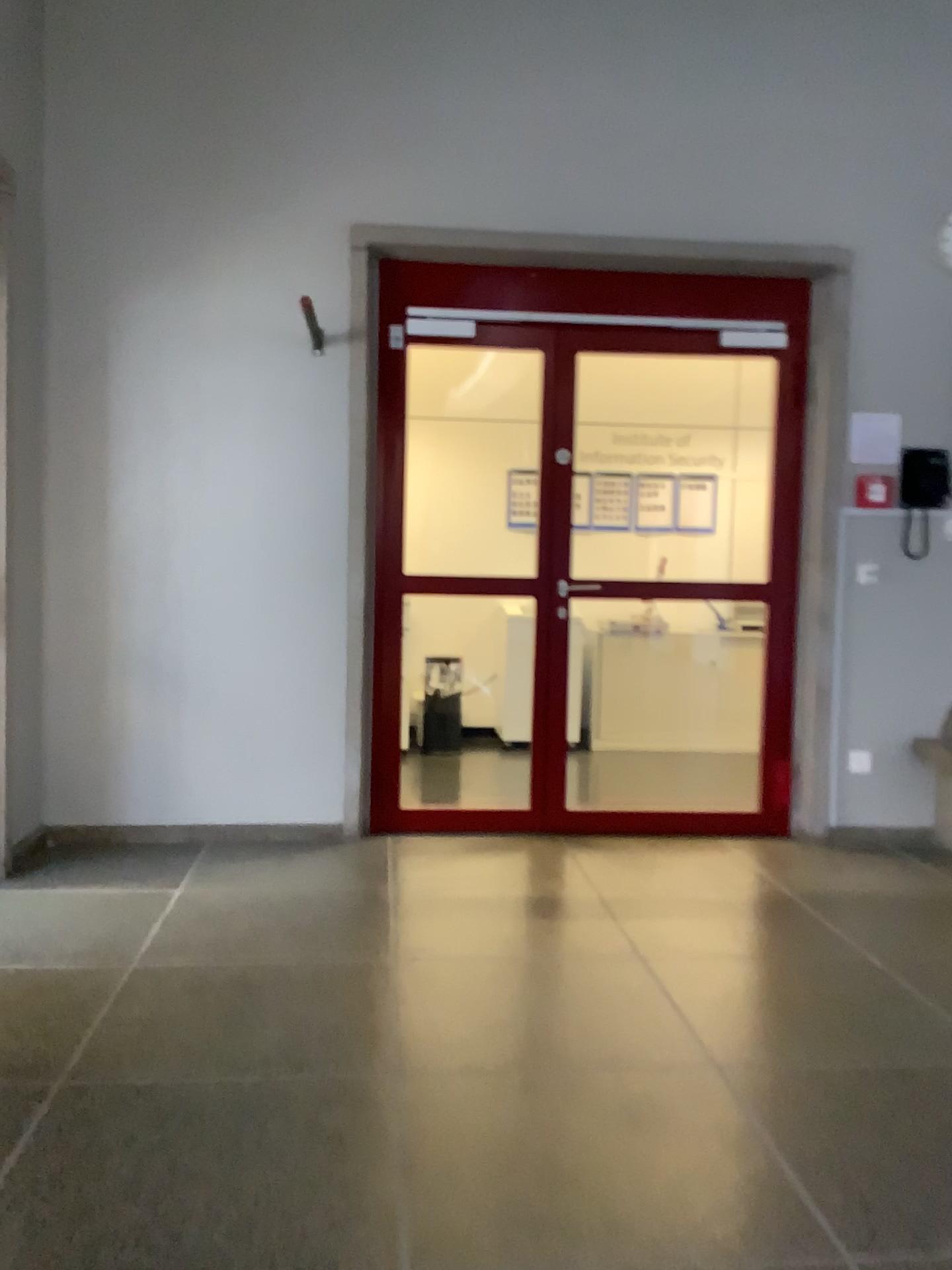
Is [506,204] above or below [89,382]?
above
